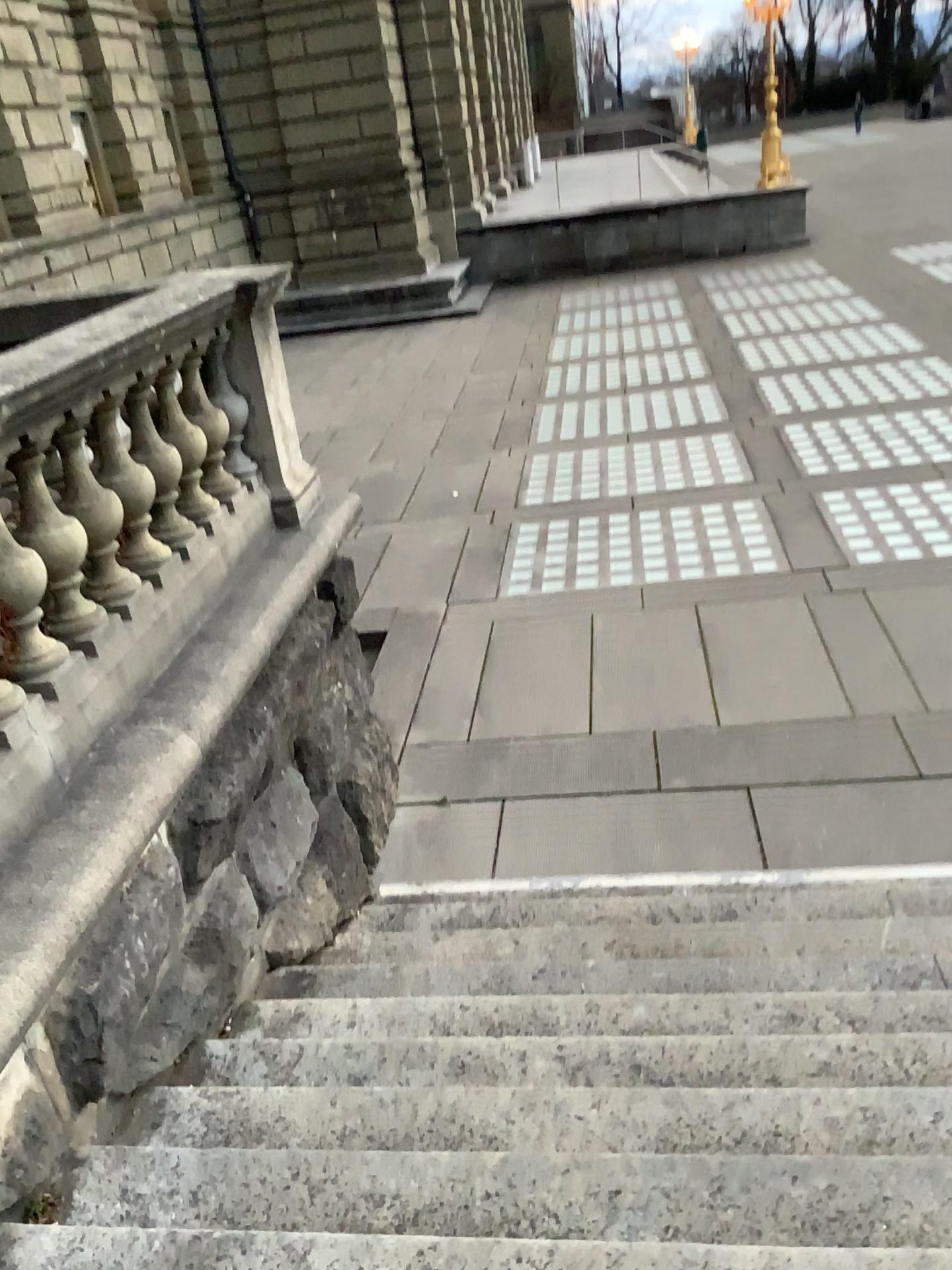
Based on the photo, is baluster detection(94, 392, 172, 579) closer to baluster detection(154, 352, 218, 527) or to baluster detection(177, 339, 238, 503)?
baluster detection(154, 352, 218, 527)

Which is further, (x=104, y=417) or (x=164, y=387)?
(x=164, y=387)

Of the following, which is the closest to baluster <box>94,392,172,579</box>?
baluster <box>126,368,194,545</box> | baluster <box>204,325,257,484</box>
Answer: baluster <box>126,368,194,545</box>

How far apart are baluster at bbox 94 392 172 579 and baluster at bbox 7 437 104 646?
0.3m

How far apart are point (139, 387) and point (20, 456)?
0.7m

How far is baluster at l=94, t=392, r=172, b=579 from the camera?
3.4 meters

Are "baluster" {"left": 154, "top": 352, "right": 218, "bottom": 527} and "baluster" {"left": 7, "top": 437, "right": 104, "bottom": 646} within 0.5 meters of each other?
no

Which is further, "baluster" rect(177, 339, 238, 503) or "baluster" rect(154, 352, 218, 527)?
"baluster" rect(177, 339, 238, 503)

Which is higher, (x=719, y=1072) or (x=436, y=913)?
(x=719, y=1072)

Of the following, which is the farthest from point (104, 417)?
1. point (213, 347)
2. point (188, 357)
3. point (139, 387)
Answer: point (213, 347)
